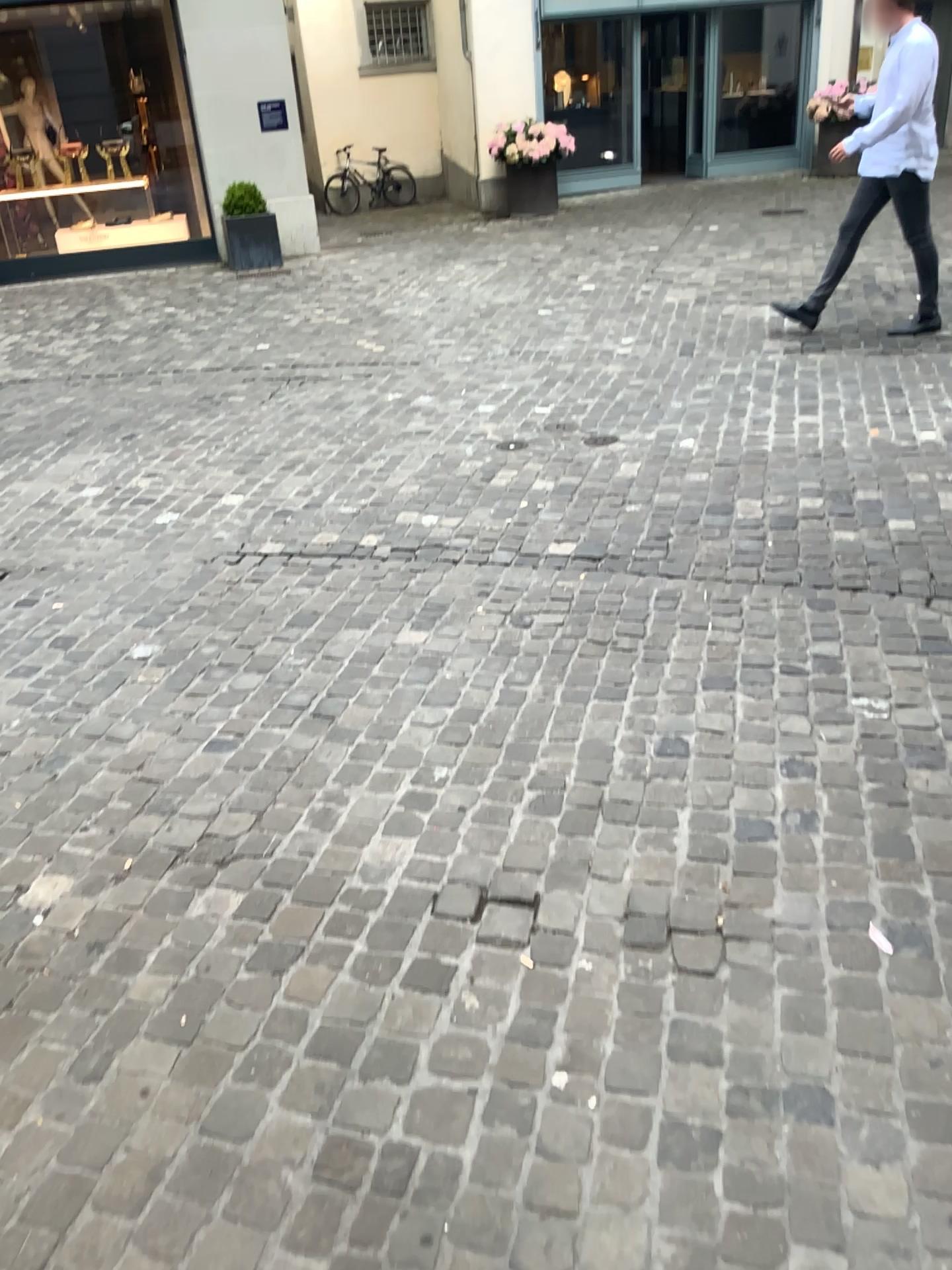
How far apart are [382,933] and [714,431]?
→ 3.40m
